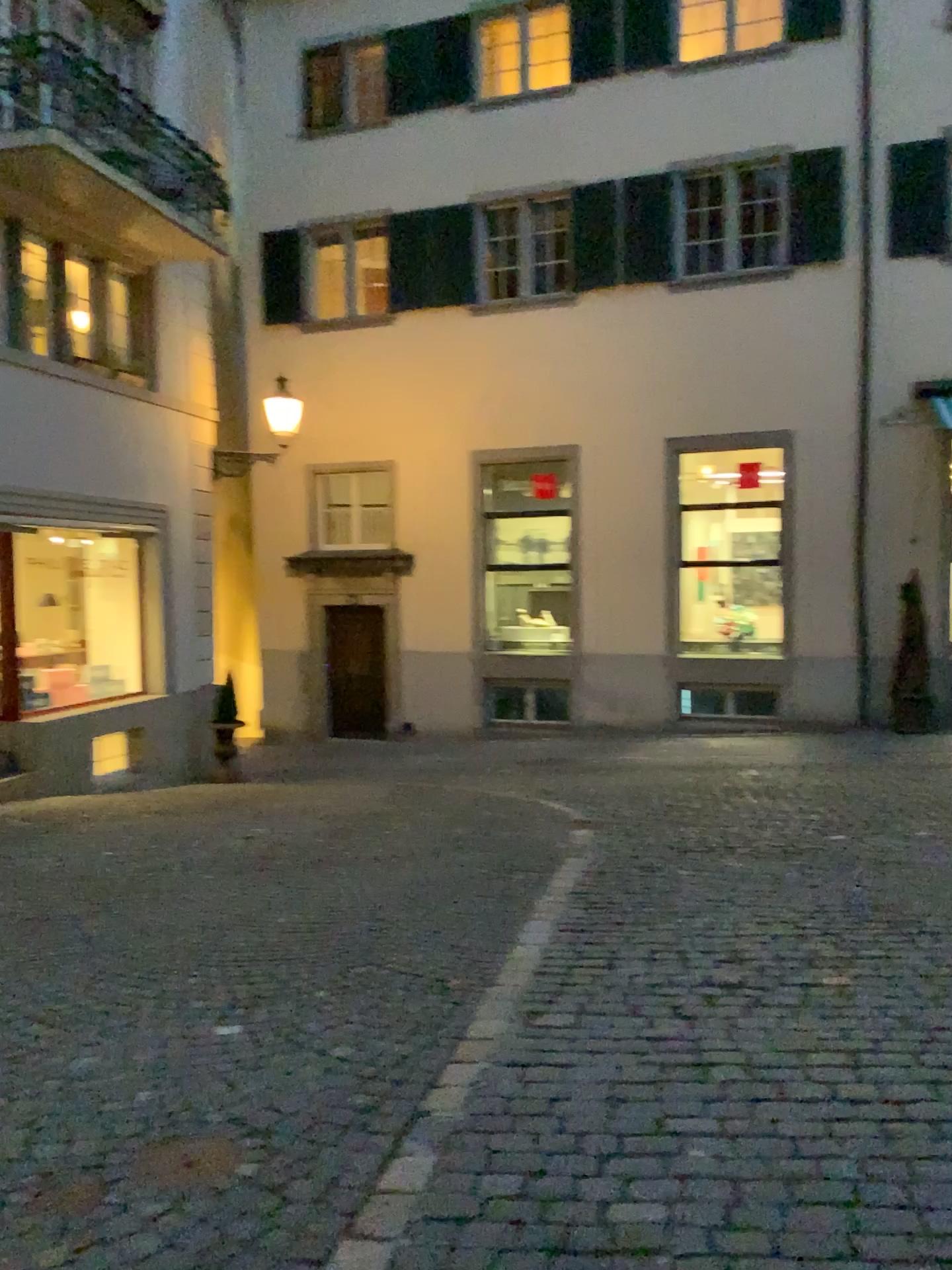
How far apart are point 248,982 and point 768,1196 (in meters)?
2.50
